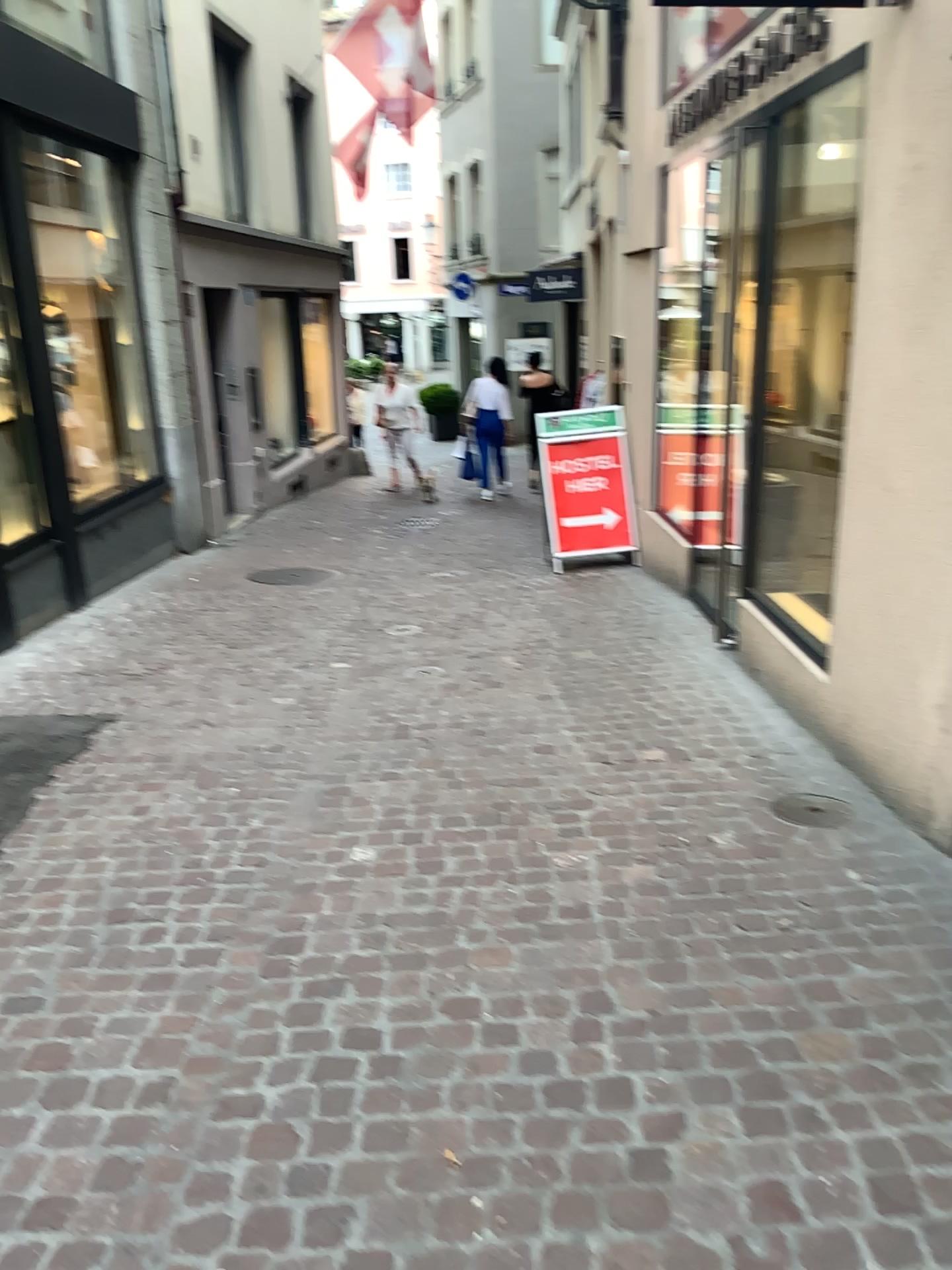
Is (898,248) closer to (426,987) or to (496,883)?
(496,883)

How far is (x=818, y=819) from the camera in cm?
346

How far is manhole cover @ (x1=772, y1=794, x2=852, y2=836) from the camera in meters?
3.5 m
